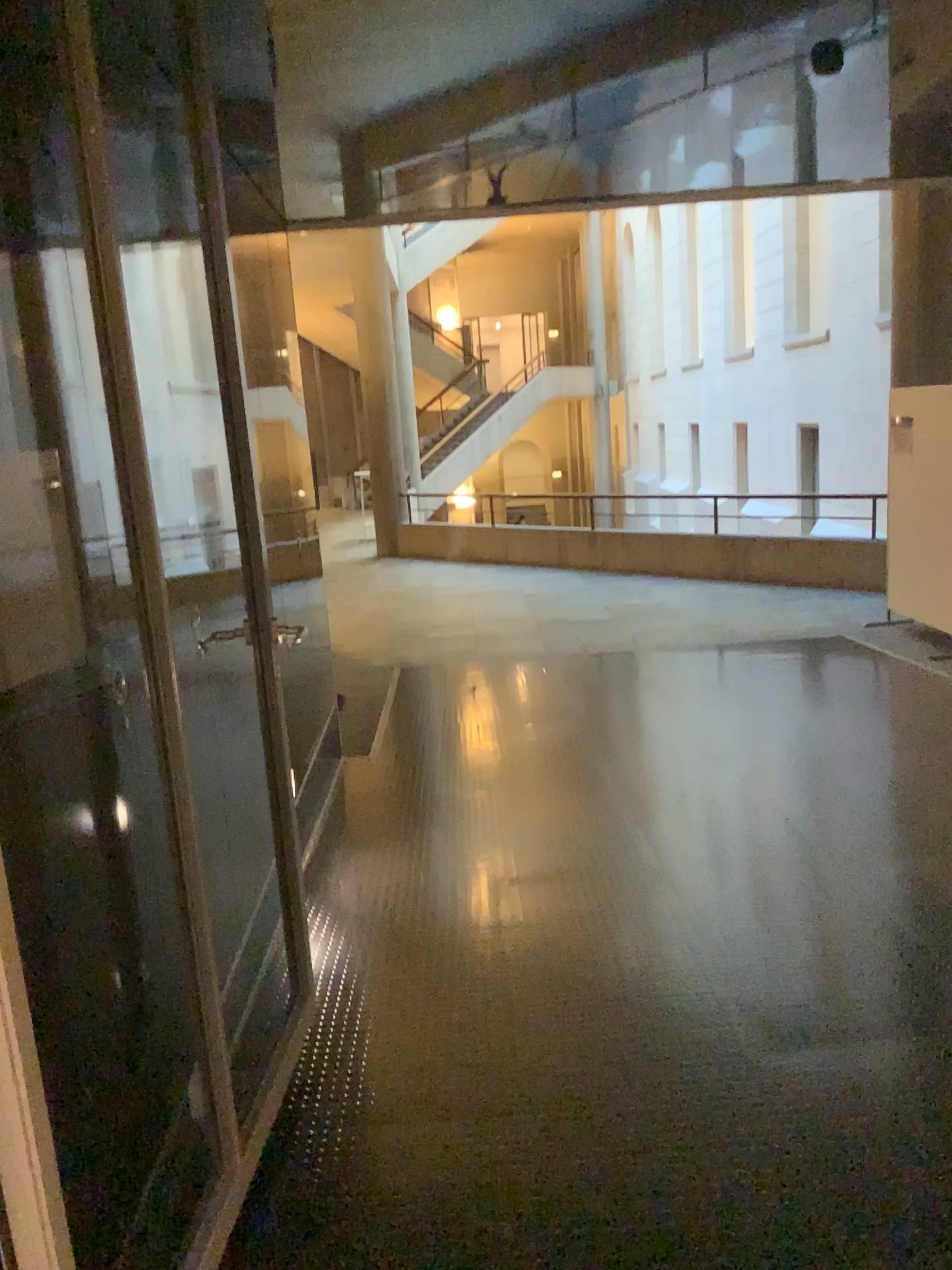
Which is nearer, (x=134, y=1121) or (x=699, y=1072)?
(x=134, y=1121)
